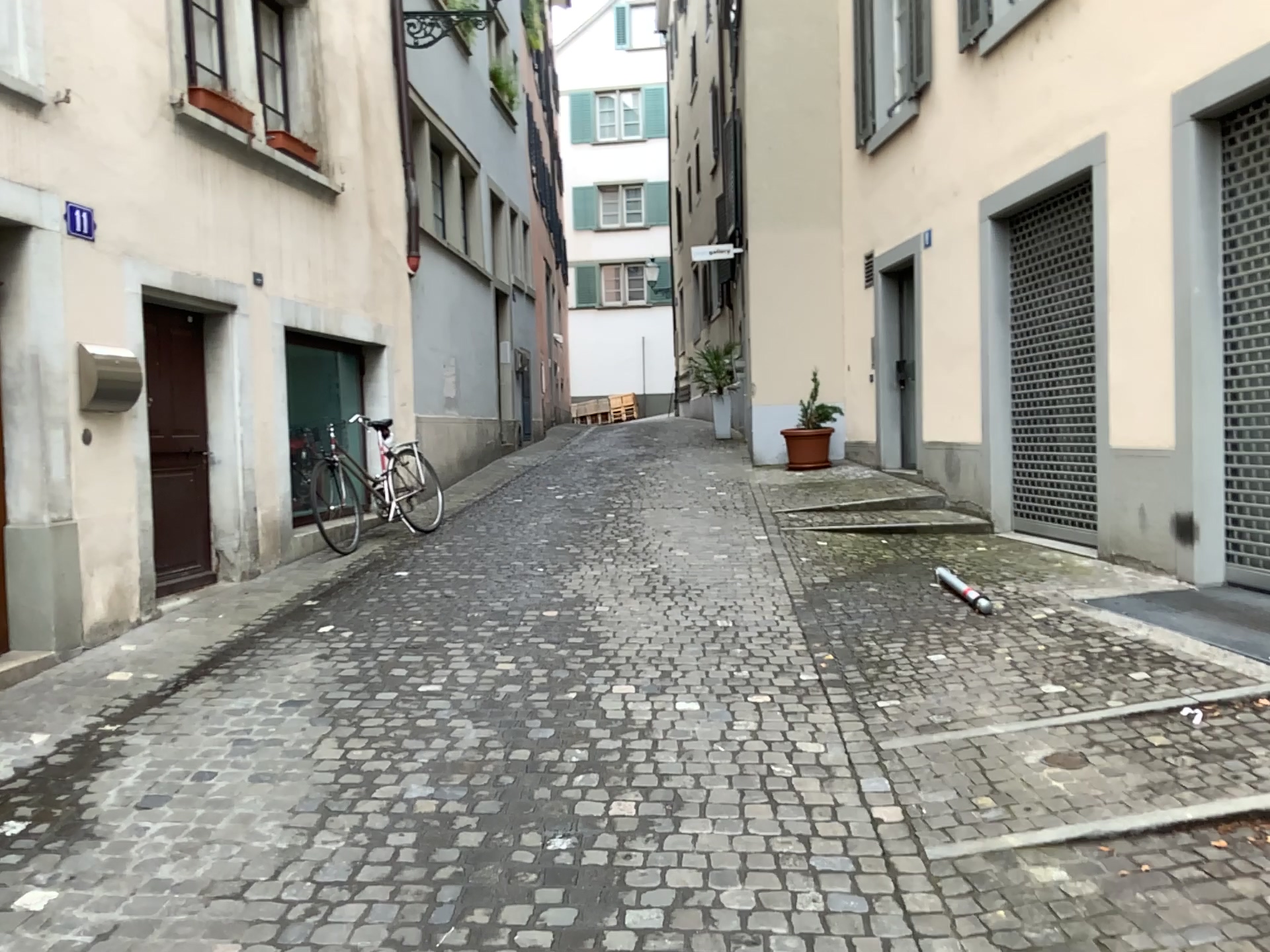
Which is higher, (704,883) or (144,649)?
(144,649)
